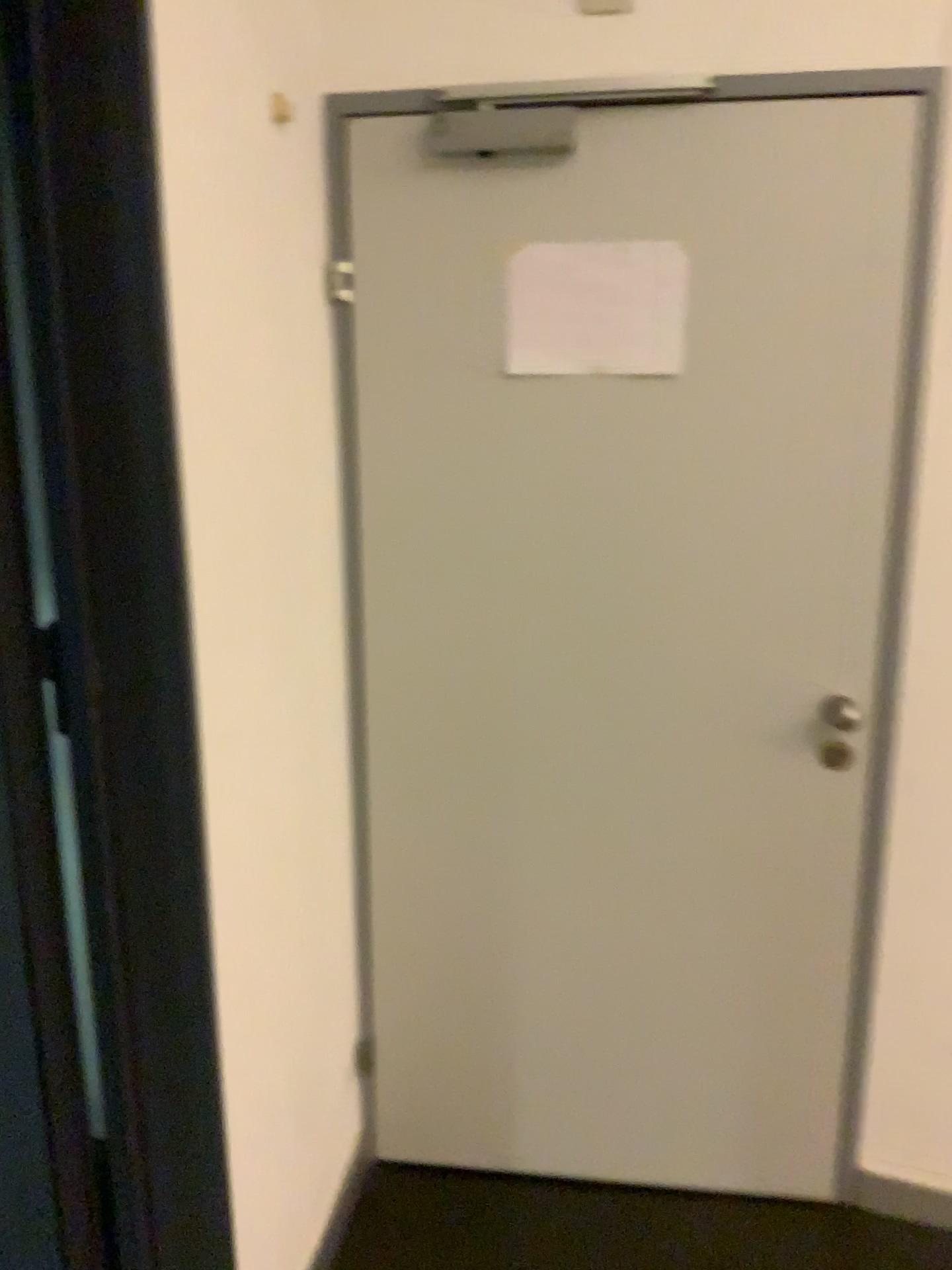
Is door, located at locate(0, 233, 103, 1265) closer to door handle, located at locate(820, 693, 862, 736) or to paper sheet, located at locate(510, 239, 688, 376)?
paper sheet, located at locate(510, 239, 688, 376)

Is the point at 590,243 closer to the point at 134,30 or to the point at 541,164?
the point at 541,164

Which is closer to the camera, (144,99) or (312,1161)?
(144,99)

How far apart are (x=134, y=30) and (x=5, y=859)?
1.01m

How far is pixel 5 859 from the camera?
1.4m

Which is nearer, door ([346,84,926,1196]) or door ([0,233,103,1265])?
door ([0,233,103,1265])

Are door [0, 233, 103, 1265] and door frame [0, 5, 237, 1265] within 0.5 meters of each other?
yes

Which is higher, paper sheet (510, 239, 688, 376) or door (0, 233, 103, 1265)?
paper sheet (510, 239, 688, 376)

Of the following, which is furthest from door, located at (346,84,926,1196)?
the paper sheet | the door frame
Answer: the door frame

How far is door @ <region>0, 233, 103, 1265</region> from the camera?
1.39m
